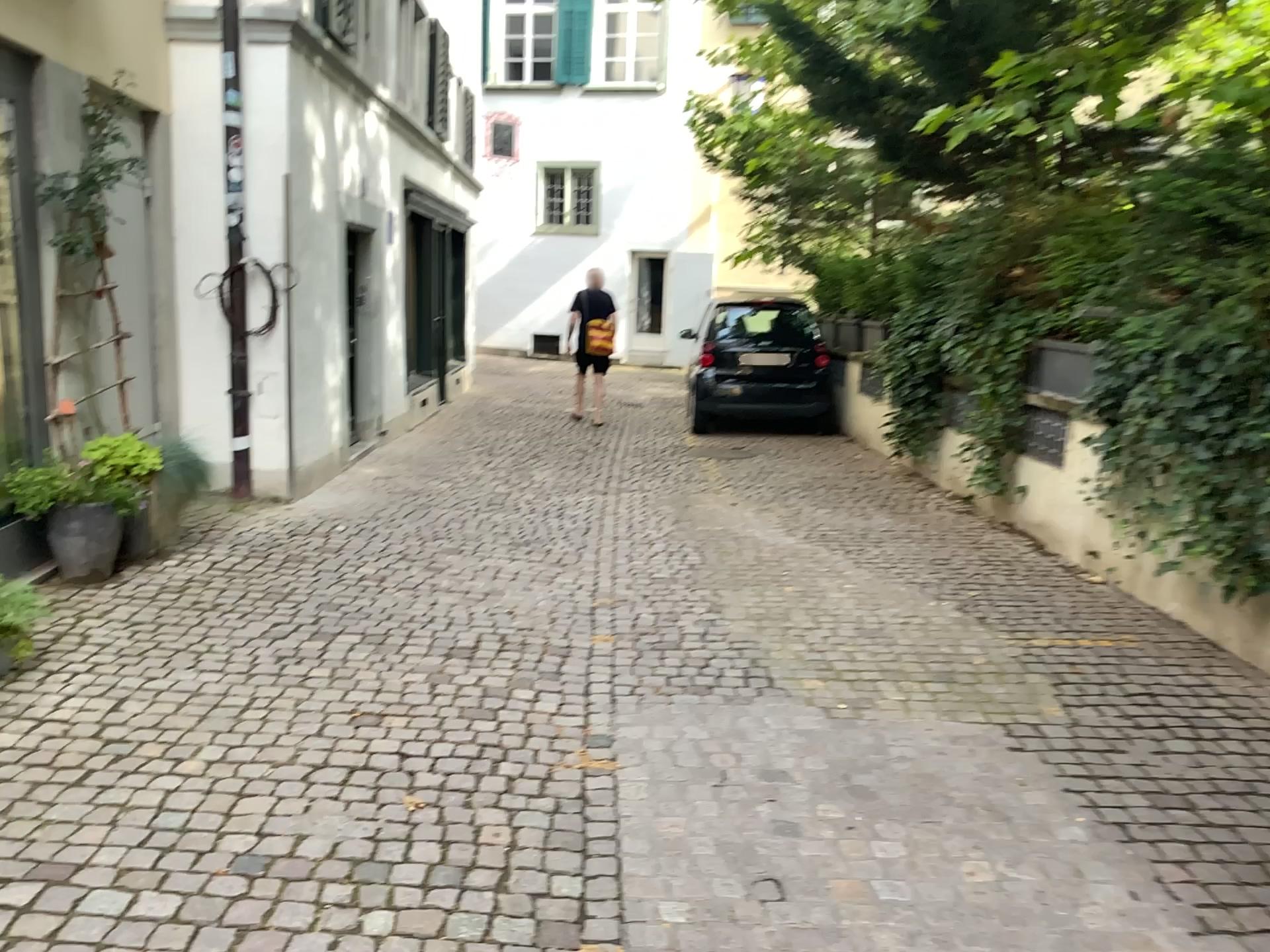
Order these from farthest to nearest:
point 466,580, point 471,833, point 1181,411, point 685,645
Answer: point 466,580, point 1181,411, point 685,645, point 471,833
